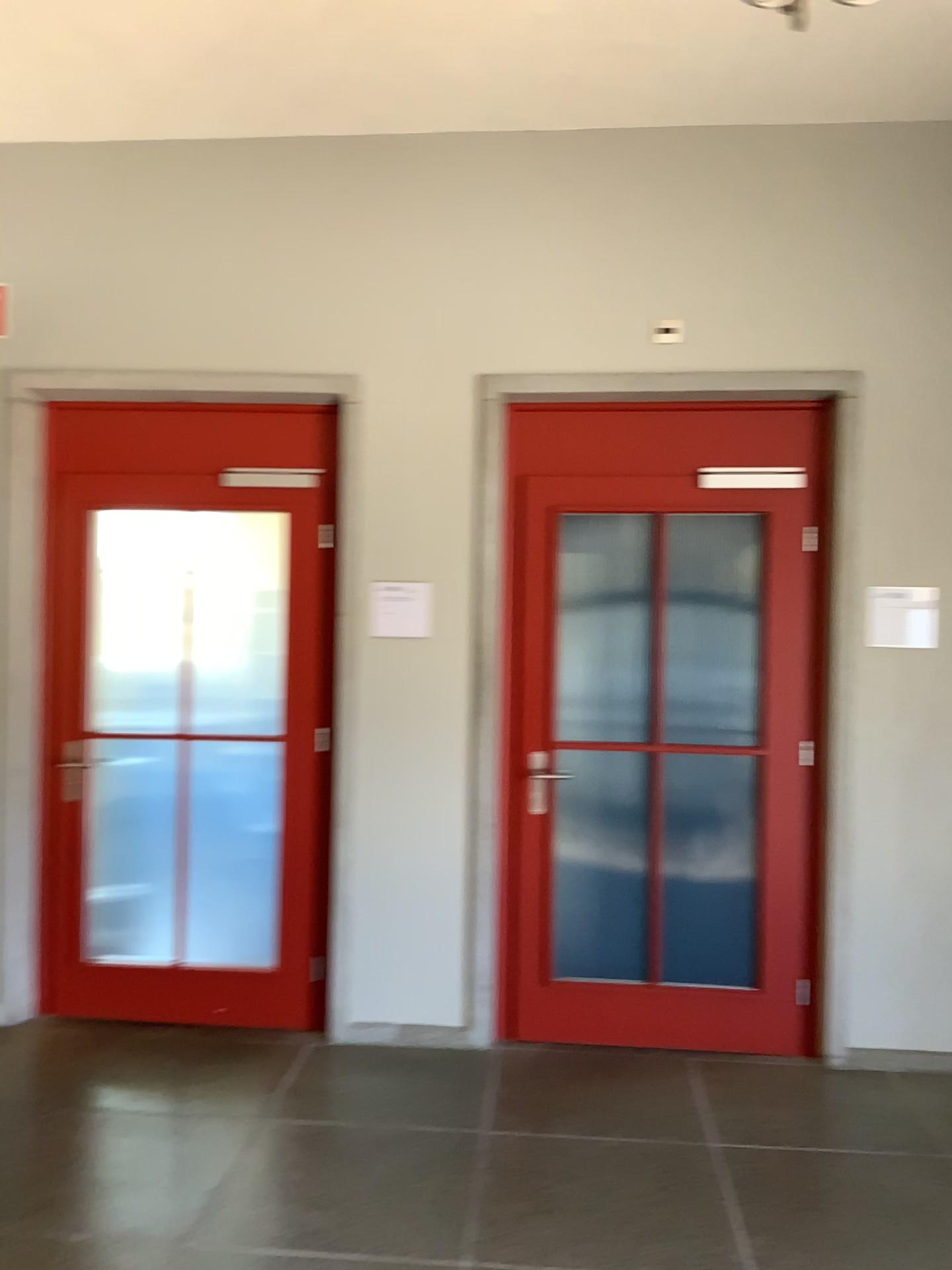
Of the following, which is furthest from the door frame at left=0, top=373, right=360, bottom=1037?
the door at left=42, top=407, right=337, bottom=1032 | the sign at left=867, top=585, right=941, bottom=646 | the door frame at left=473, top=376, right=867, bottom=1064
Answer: the sign at left=867, top=585, right=941, bottom=646

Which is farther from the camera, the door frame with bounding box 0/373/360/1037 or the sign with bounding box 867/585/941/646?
the door frame with bounding box 0/373/360/1037

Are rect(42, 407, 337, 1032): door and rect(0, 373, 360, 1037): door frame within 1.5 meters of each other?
yes

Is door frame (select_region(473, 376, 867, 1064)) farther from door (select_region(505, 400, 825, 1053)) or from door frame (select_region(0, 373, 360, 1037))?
door frame (select_region(0, 373, 360, 1037))

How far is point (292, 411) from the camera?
4.06m

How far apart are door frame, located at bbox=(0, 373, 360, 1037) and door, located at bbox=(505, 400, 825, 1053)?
0.6m

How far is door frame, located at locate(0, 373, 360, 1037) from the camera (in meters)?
4.03

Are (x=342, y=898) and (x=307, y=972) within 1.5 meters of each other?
yes

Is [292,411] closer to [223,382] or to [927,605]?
[223,382]

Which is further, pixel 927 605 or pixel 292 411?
pixel 292 411
